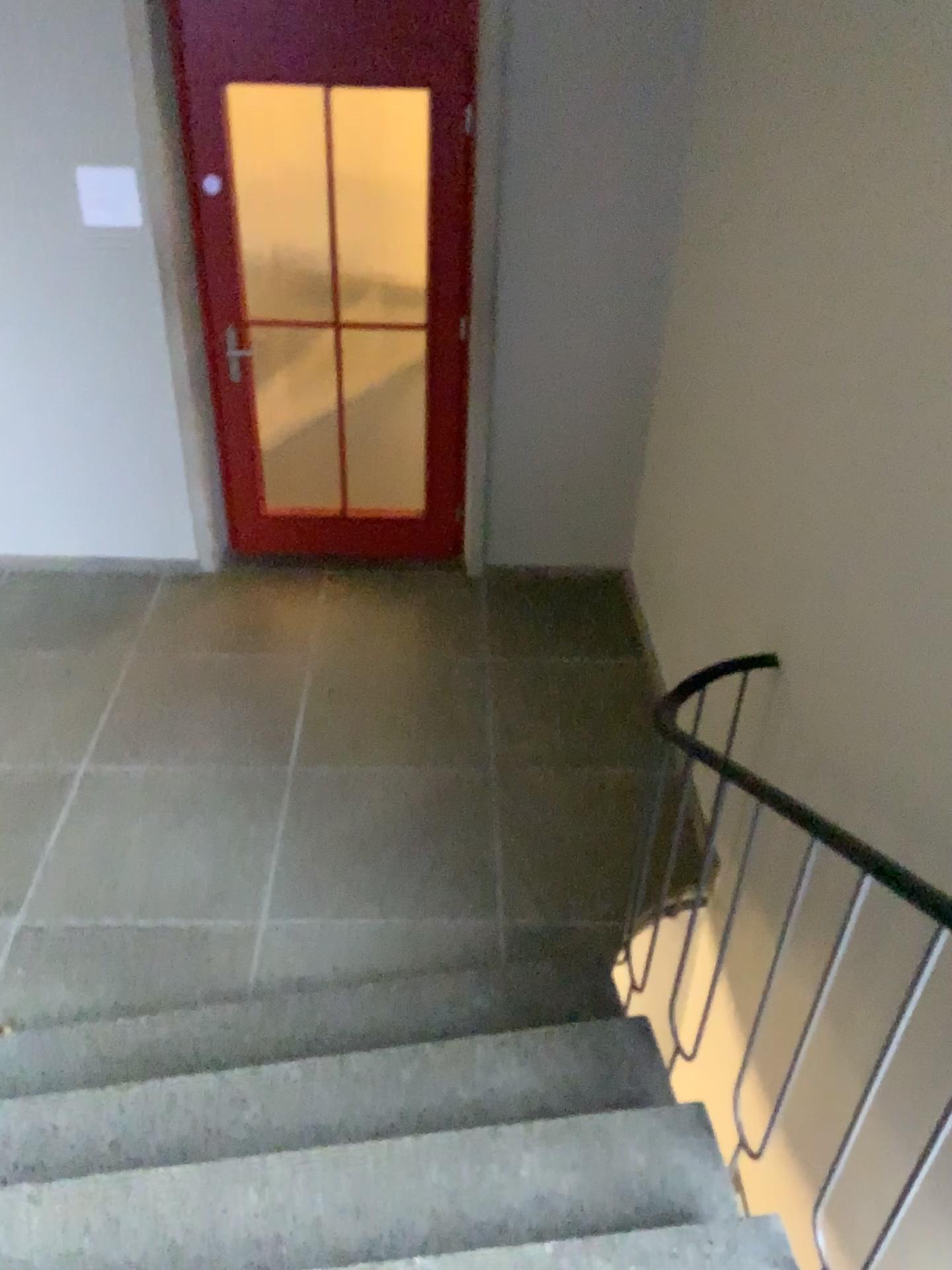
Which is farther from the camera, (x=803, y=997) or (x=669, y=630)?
(x=669, y=630)
